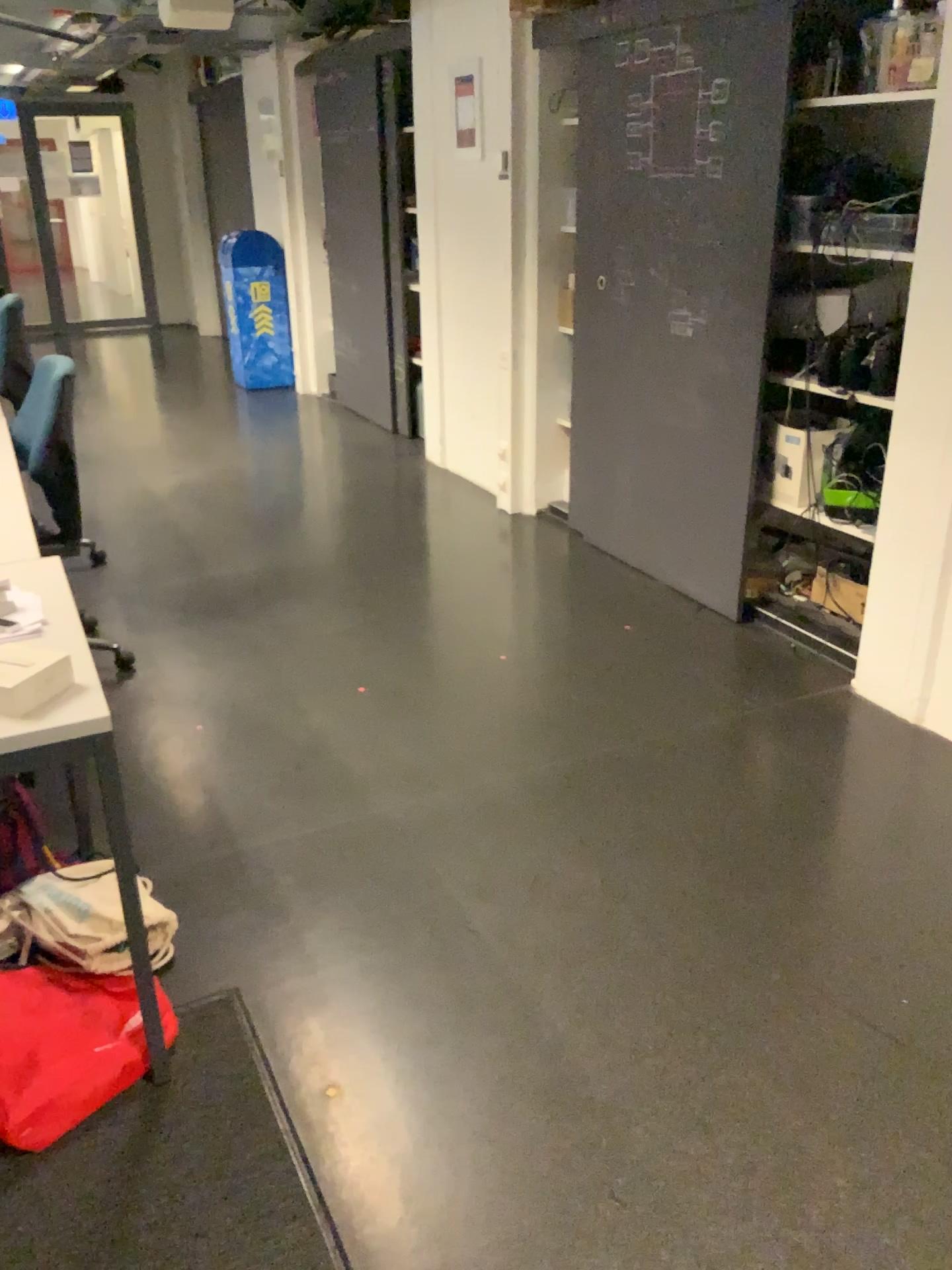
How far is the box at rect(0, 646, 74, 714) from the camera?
1.60m

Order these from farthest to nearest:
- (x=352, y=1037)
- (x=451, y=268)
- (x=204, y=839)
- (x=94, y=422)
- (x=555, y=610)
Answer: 1. (x=94, y=422)
2. (x=451, y=268)
3. (x=555, y=610)
4. (x=204, y=839)
5. (x=352, y=1037)

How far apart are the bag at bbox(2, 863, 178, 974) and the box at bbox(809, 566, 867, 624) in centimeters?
233cm

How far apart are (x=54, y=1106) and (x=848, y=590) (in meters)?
2.73

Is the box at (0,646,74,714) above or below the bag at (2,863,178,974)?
above

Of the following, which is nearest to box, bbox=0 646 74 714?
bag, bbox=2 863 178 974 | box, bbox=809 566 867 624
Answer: bag, bbox=2 863 178 974

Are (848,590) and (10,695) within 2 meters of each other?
no

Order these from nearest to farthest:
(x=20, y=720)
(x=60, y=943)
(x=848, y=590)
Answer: (x=20, y=720)
(x=60, y=943)
(x=848, y=590)

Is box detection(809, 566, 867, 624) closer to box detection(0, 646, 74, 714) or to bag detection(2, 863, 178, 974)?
bag detection(2, 863, 178, 974)

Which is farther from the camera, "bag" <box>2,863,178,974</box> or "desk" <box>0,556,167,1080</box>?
"bag" <box>2,863,178,974</box>
